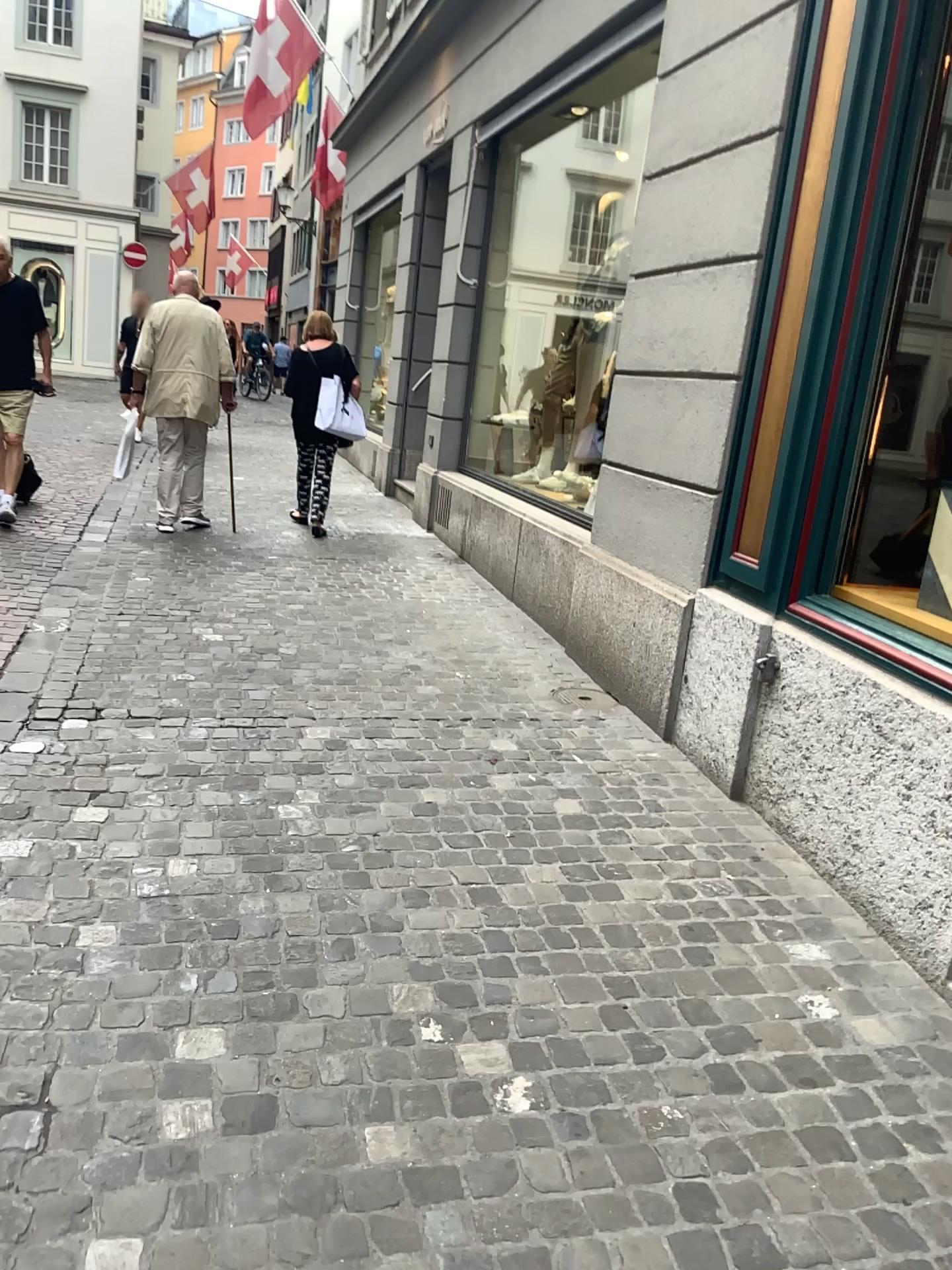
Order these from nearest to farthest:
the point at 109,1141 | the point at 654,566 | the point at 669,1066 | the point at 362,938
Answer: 1. the point at 109,1141
2. the point at 669,1066
3. the point at 362,938
4. the point at 654,566
